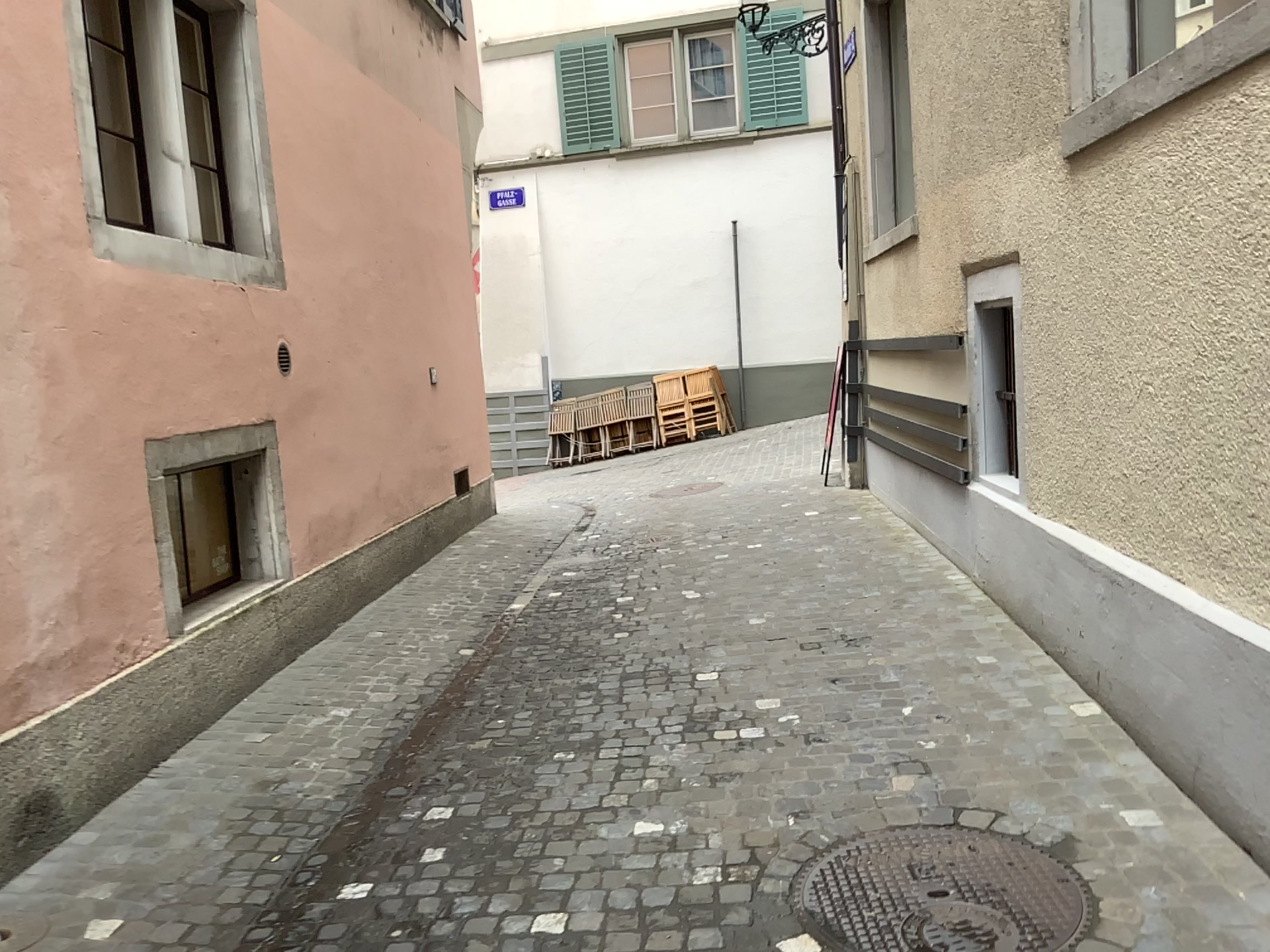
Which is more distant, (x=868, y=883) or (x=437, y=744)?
(x=437, y=744)
